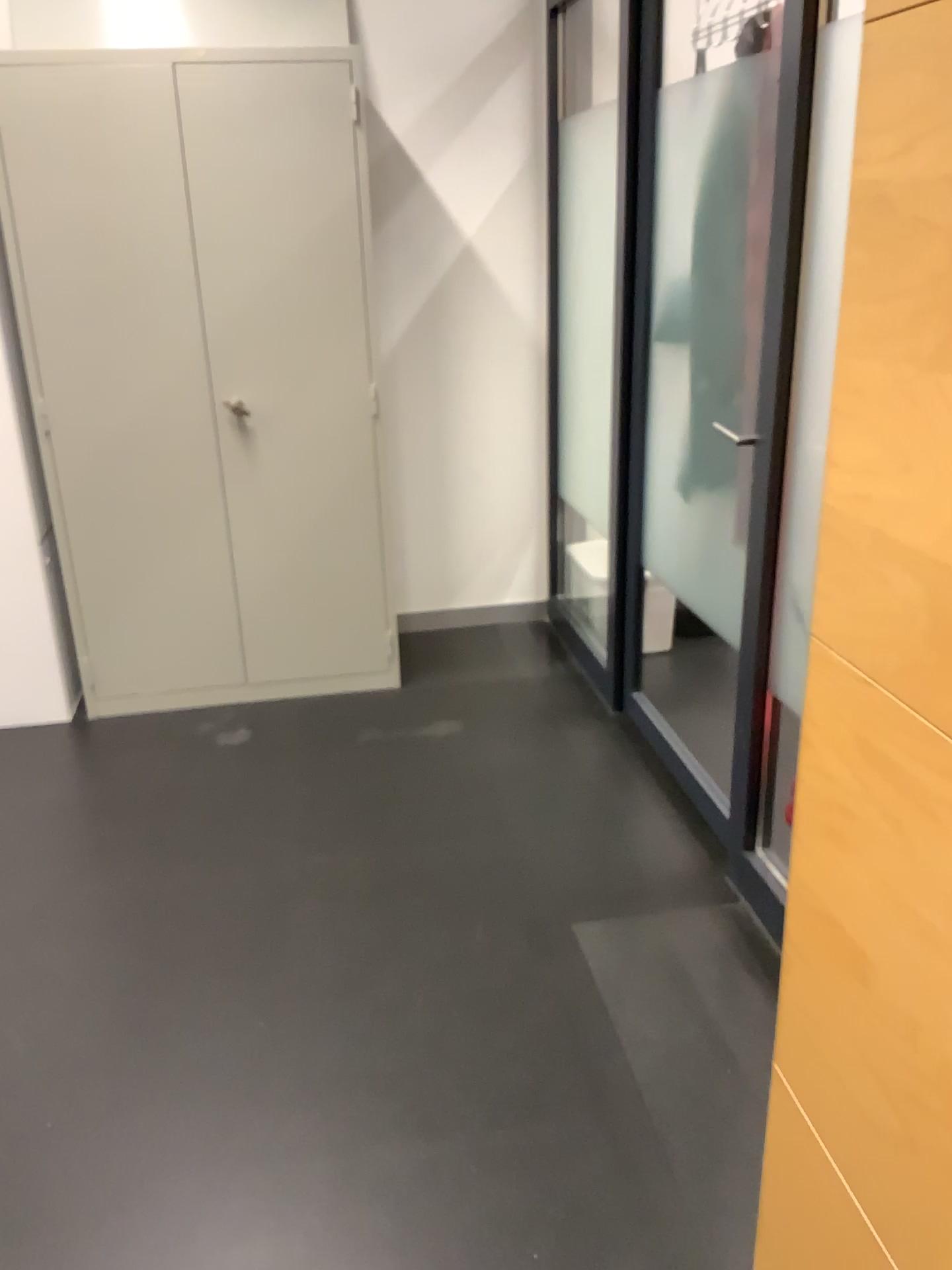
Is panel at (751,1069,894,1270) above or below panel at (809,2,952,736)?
below

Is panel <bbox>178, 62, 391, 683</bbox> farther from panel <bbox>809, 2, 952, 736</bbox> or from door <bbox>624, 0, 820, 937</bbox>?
panel <bbox>809, 2, 952, 736</bbox>

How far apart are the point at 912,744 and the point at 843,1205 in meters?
0.5 m

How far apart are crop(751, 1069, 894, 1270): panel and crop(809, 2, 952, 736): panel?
0.5m

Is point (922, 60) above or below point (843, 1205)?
above

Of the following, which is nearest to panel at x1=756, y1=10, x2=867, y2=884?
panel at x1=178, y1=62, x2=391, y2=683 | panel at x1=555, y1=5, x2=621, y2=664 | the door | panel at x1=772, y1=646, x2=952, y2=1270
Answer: the door

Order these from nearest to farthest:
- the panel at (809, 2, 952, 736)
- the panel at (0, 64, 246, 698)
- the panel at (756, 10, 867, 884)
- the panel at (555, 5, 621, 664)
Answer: the panel at (809, 2, 952, 736), the panel at (756, 10, 867, 884), the panel at (0, 64, 246, 698), the panel at (555, 5, 621, 664)

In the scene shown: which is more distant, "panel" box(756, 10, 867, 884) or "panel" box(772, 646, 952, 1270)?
"panel" box(756, 10, 867, 884)

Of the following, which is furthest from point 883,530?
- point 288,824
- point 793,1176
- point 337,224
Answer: point 337,224

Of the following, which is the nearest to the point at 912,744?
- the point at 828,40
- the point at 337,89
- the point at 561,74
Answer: the point at 828,40
